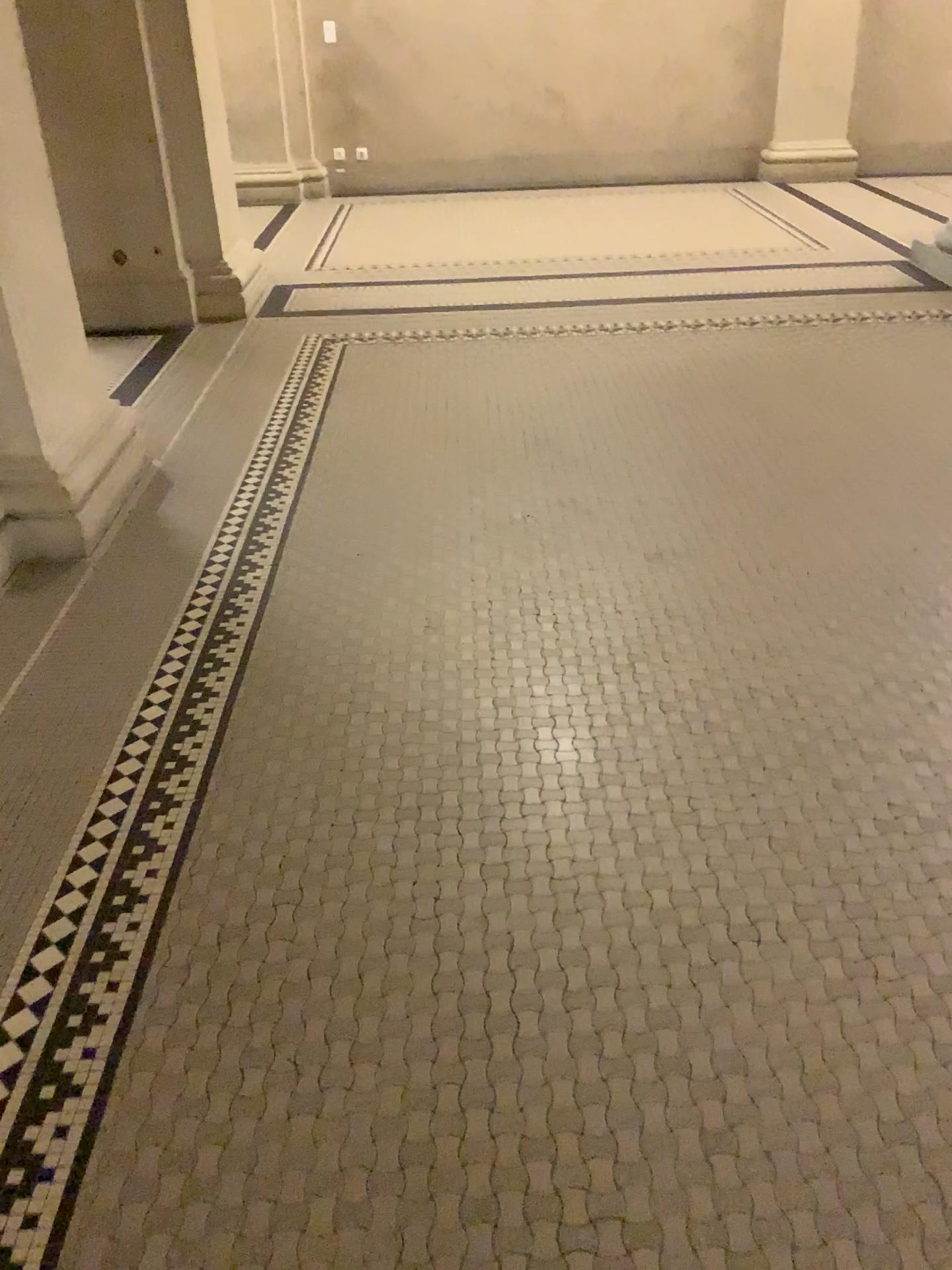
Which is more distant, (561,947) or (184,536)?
(184,536)

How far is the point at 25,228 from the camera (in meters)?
2.73

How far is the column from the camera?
2.73m
